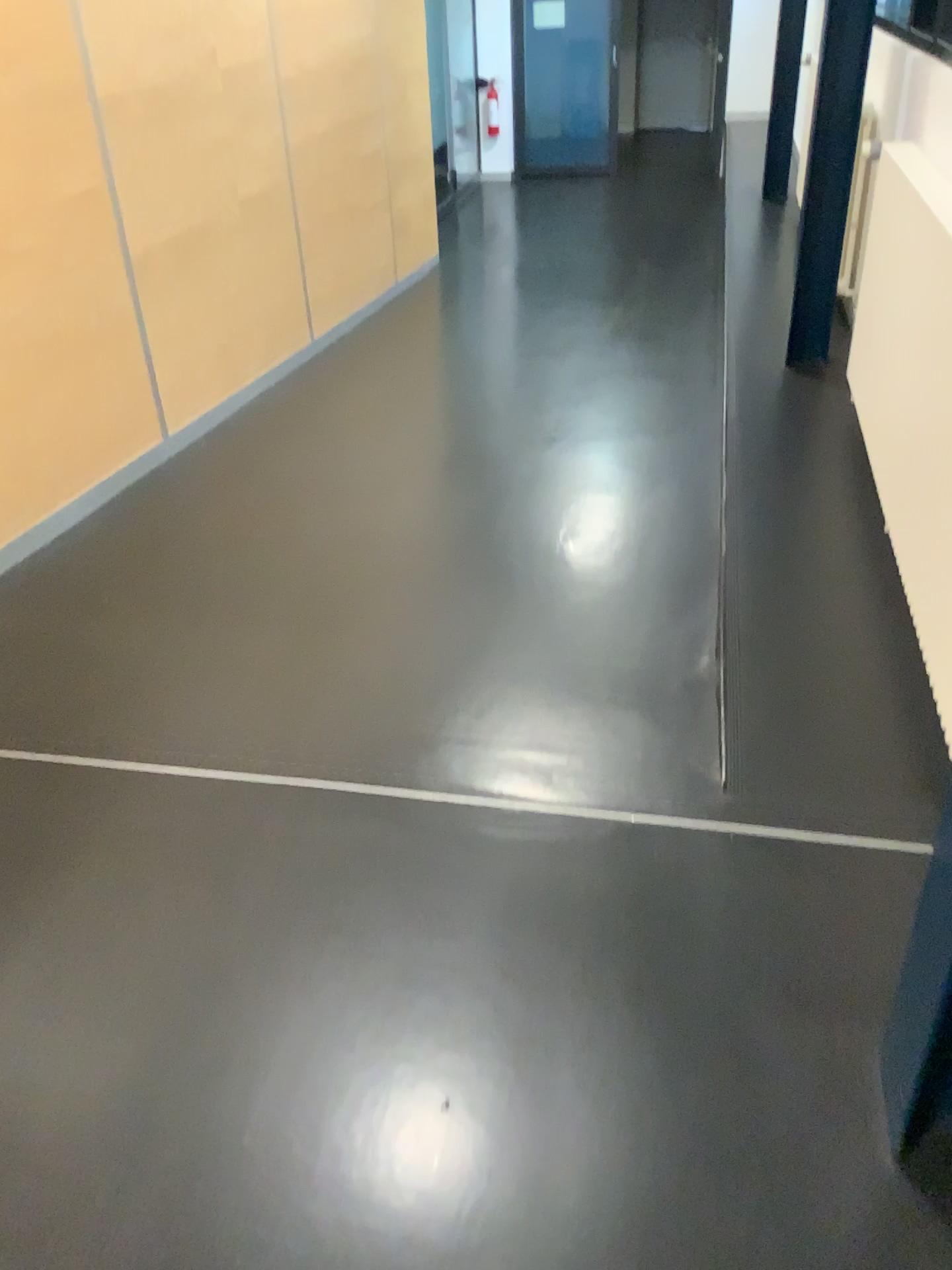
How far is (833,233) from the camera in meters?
3.8

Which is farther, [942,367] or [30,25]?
[30,25]

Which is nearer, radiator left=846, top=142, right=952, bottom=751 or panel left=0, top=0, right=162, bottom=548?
radiator left=846, top=142, right=952, bottom=751

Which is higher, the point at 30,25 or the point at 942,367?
the point at 30,25
